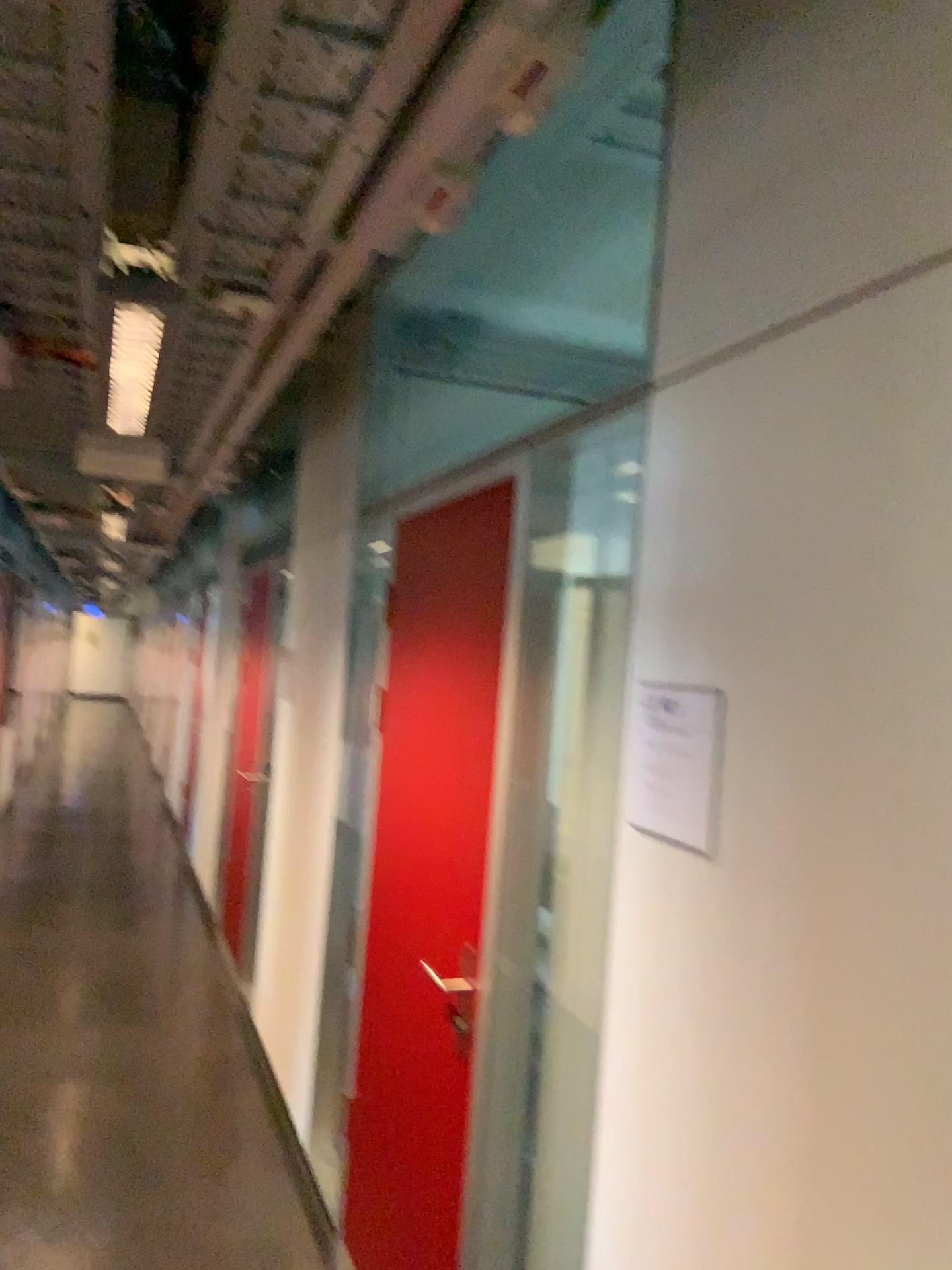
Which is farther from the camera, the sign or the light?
the light

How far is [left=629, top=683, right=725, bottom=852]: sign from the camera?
1.4 meters

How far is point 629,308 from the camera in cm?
389

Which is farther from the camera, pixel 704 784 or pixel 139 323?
pixel 139 323

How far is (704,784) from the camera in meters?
1.4 m

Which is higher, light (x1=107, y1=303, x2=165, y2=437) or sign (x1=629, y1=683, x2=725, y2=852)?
light (x1=107, y1=303, x2=165, y2=437)

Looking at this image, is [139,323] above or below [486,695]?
above

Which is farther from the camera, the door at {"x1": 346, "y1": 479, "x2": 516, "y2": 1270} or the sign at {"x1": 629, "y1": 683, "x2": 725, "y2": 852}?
the door at {"x1": 346, "y1": 479, "x2": 516, "y2": 1270}

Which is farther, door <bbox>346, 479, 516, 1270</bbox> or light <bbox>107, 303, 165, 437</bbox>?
door <bbox>346, 479, 516, 1270</bbox>

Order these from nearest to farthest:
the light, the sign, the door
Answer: the sign, the light, the door
